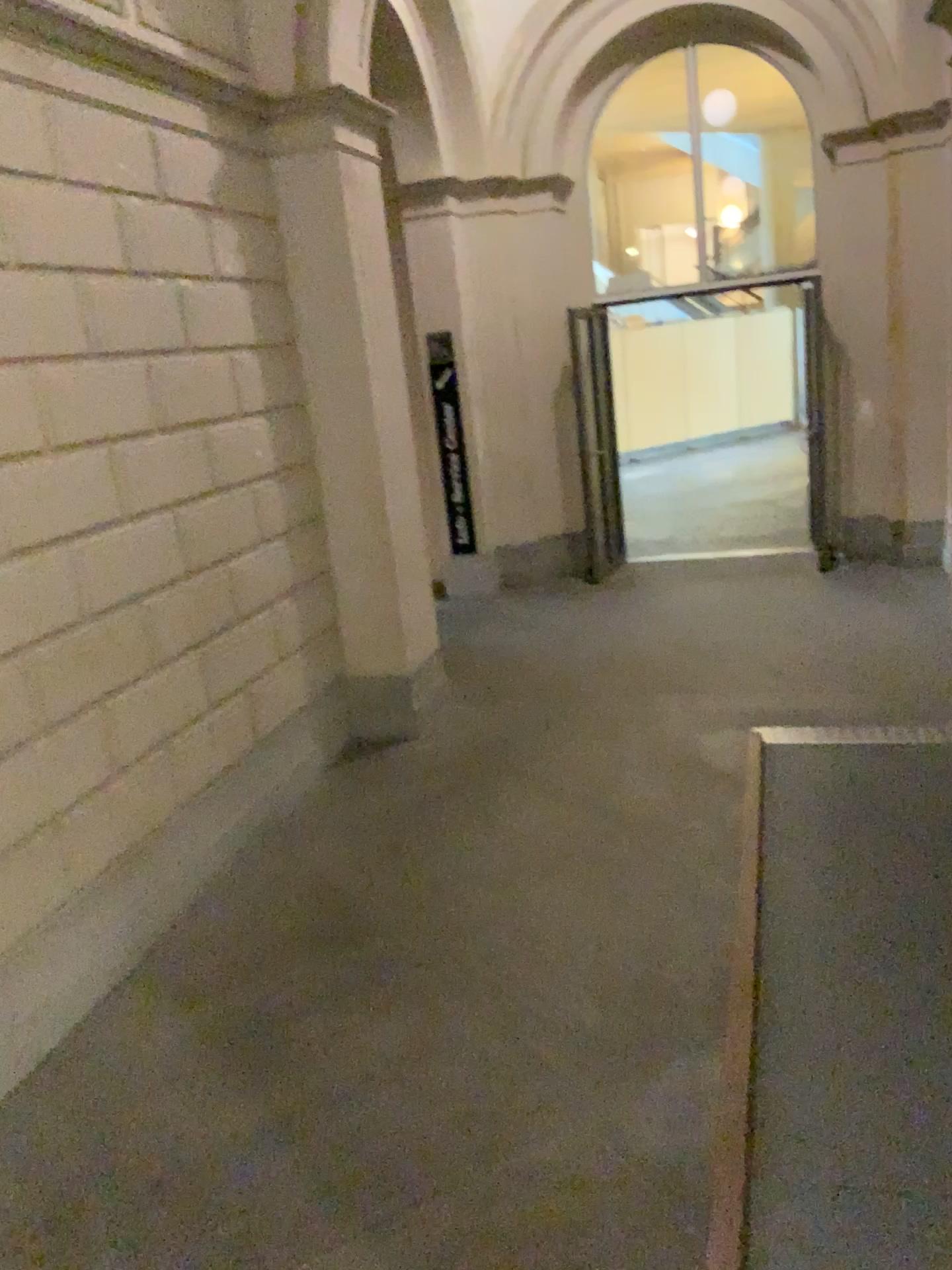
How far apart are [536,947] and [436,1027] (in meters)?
0.48
